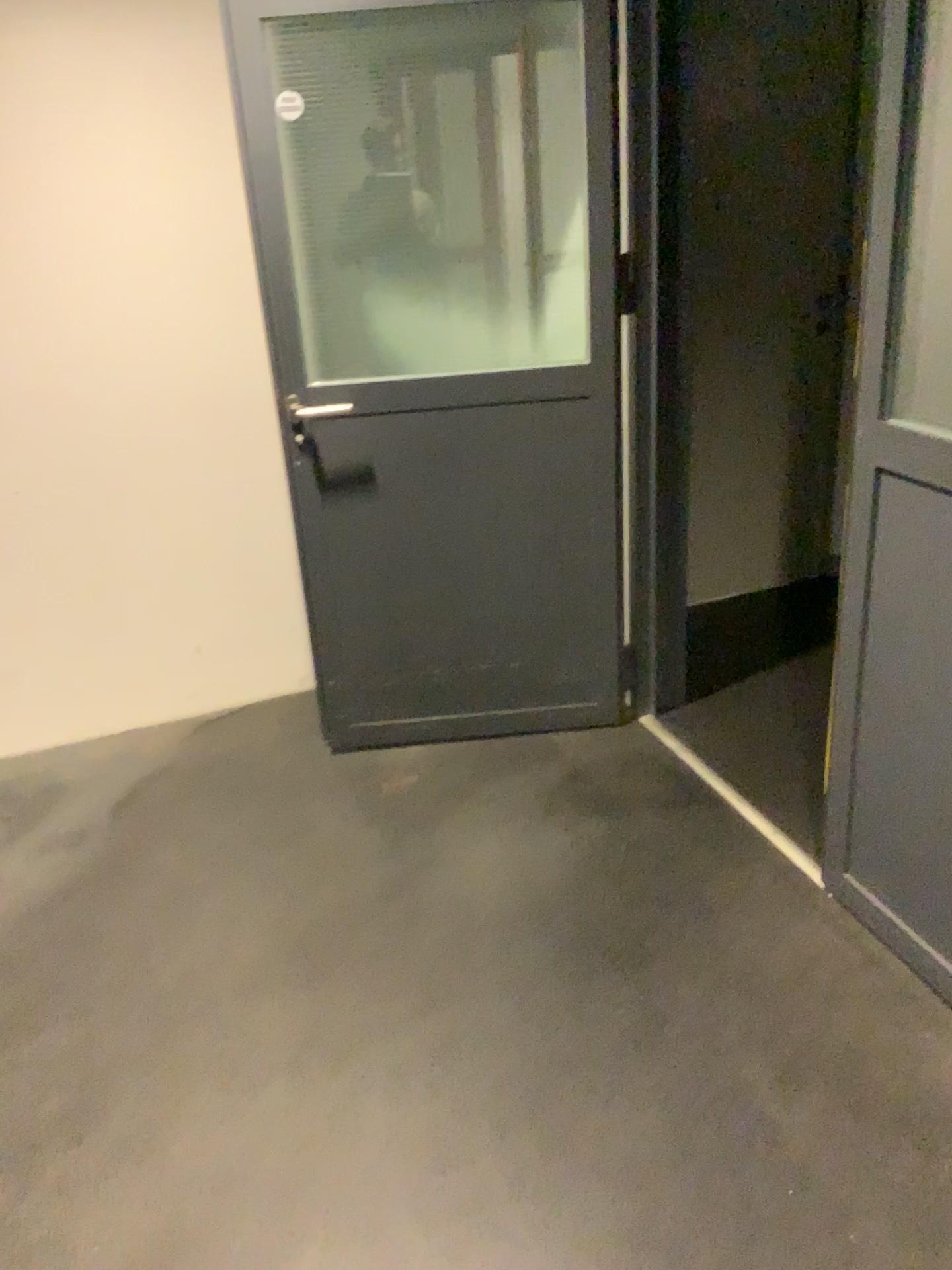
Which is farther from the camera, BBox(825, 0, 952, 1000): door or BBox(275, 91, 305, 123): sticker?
BBox(275, 91, 305, 123): sticker

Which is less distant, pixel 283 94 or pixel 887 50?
pixel 887 50

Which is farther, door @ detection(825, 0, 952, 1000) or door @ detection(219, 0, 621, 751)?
door @ detection(219, 0, 621, 751)

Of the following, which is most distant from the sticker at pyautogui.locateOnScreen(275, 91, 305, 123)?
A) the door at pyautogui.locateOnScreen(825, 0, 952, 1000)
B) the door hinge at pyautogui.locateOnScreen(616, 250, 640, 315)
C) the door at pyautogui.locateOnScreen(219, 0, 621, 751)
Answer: the door at pyautogui.locateOnScreen(825, 0, 952, 1000)

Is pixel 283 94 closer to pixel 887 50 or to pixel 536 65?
pixel 536 65

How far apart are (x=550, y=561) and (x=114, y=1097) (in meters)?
1.63

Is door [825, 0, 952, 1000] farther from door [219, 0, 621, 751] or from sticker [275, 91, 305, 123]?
sticker [275, 91, 305, 123]

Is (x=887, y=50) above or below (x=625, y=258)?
above

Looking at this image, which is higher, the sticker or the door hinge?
the sticker
